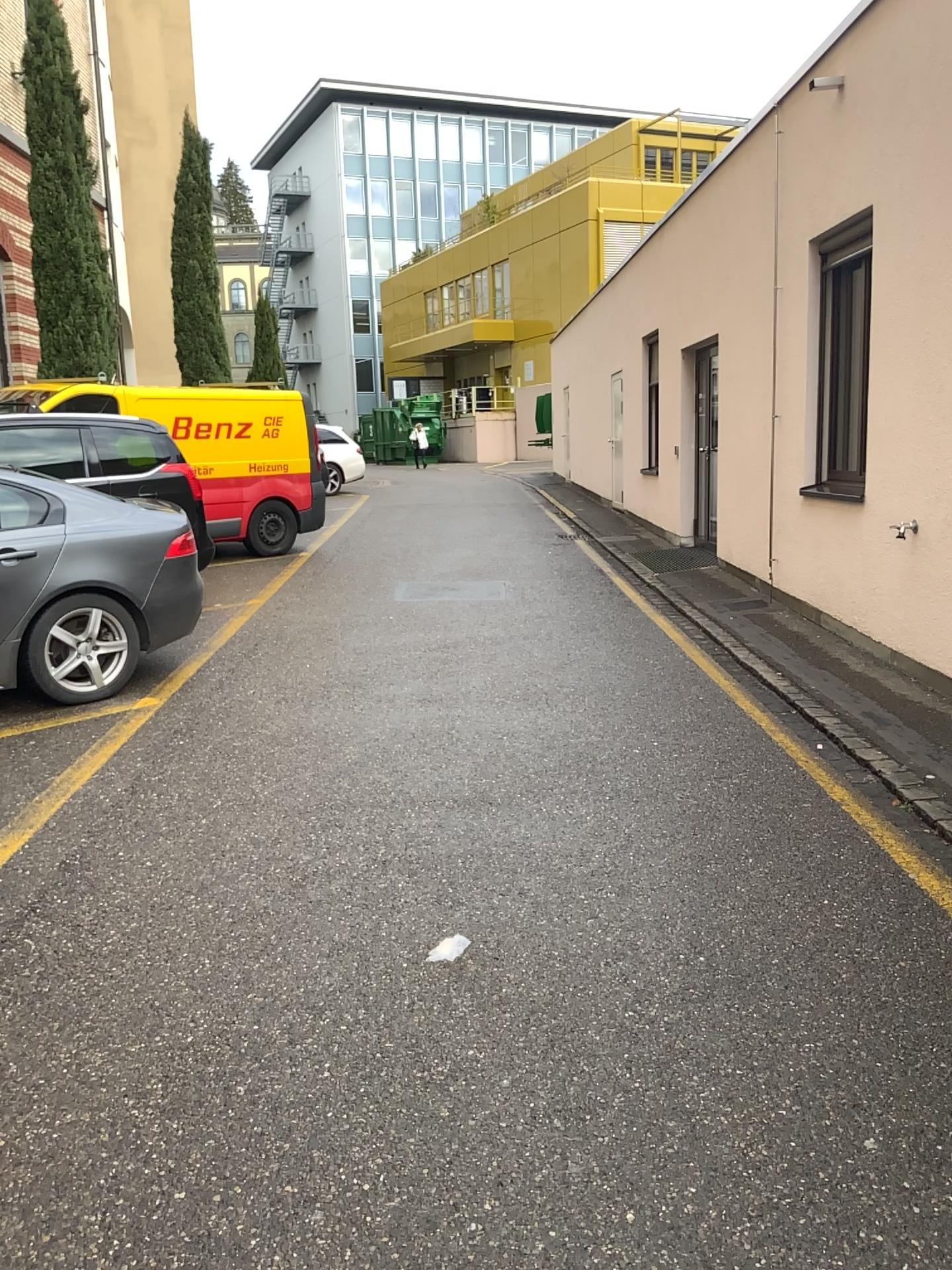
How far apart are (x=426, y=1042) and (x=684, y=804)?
1.9 meters
